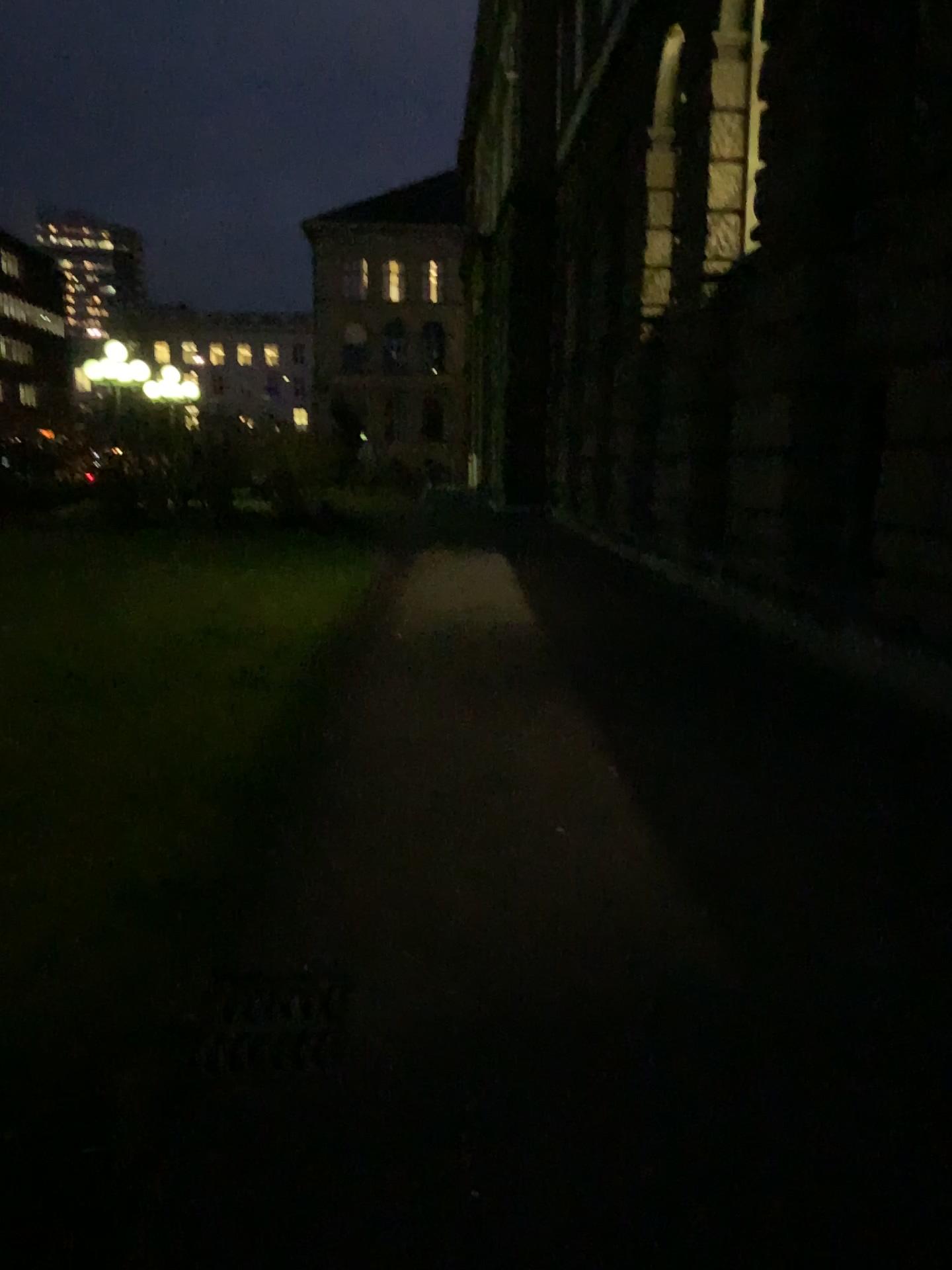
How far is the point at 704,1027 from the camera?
2.86m
